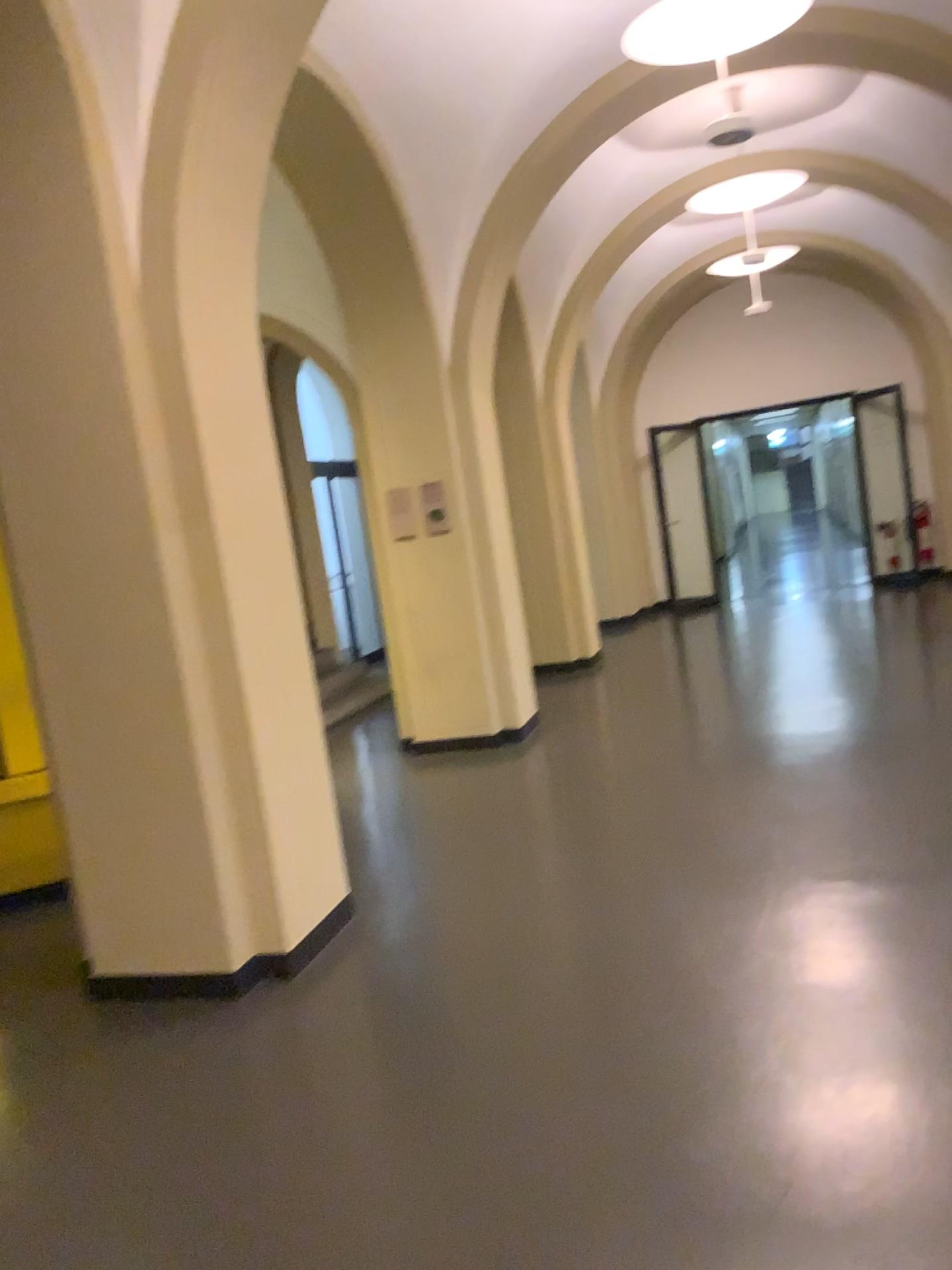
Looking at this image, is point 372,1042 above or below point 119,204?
below
